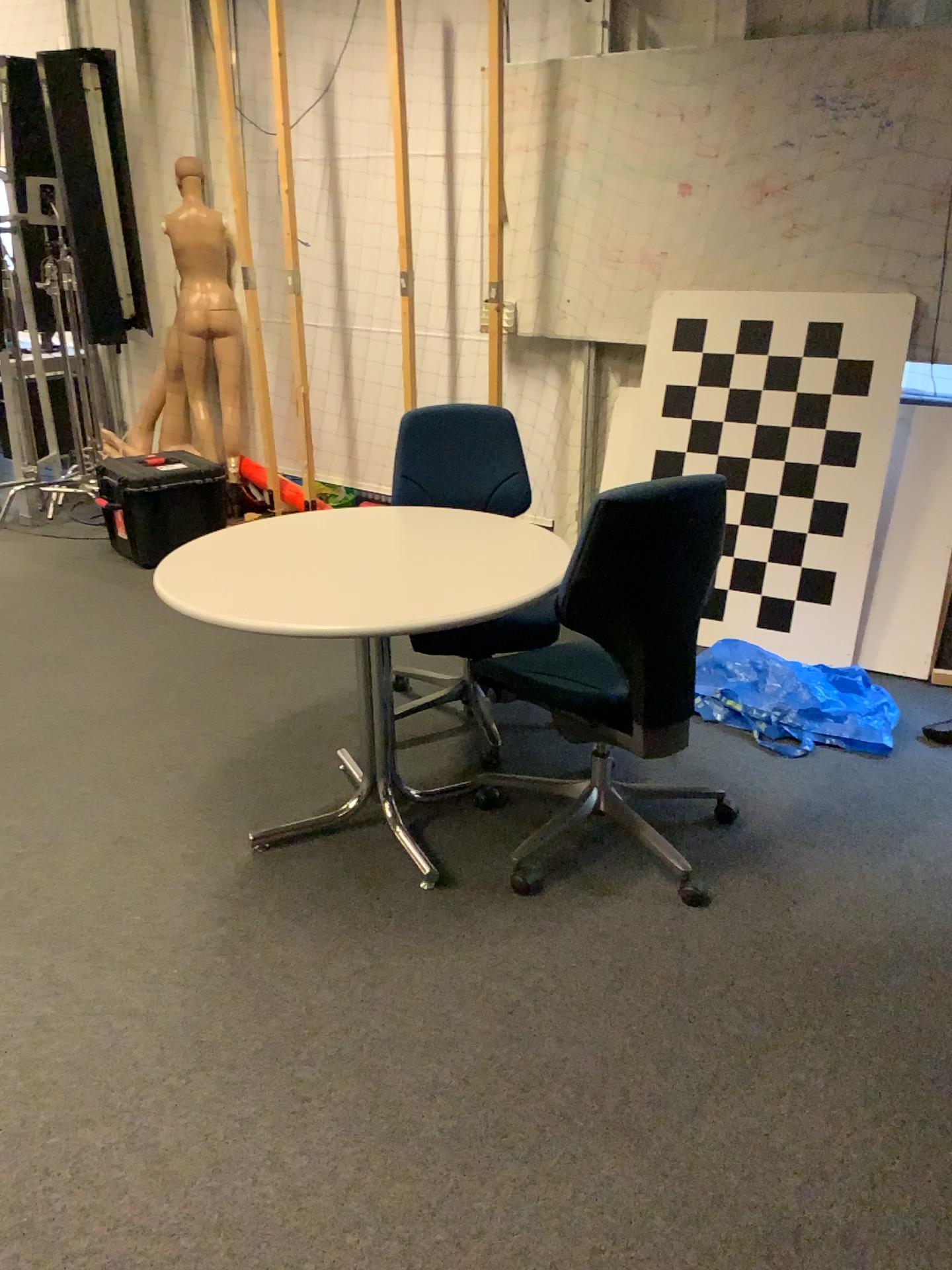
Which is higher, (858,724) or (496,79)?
(496,79)

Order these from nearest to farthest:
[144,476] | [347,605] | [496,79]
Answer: [347,605]
[496,79]
[144,476]

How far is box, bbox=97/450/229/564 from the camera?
4.8 meters

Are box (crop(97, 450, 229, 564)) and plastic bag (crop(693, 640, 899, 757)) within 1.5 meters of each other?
no

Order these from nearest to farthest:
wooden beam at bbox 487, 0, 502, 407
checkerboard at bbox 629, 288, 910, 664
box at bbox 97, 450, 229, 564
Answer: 1. checkerboard at bbox 629, 288, 910, 664
2. wooden beam at bbox 487, 0, 502, 407
3. box at bbox 97, 450, 229, 564

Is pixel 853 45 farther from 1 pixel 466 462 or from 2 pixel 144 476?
2 pixel 144 476

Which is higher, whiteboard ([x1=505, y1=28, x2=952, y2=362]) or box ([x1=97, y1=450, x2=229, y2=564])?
whiteboard ([x1=505, y1=28, x2=952, y2=362])

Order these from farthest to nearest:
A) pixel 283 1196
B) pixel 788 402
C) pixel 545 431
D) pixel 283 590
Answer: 1. pixel 545 431
2. pixel 788 402
3. pixel 283 590
4. pixel 283 1196

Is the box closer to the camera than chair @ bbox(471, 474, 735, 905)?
No

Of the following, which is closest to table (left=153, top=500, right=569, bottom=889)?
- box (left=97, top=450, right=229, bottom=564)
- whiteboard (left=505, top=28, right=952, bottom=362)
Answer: whiteboard (left=505, top=28, right=952, bottom=362)
